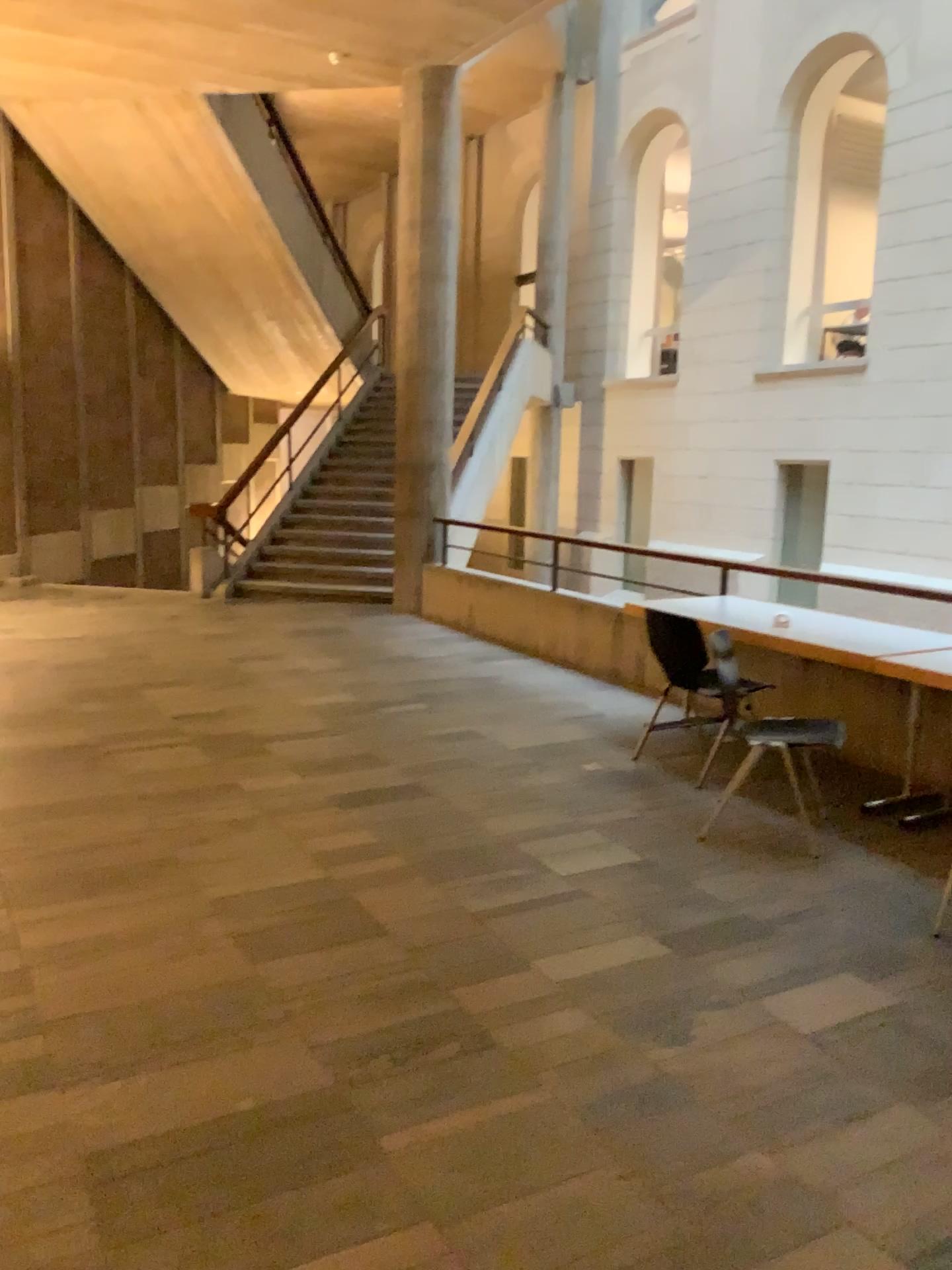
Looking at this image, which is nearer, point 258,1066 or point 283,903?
point 258,1066
